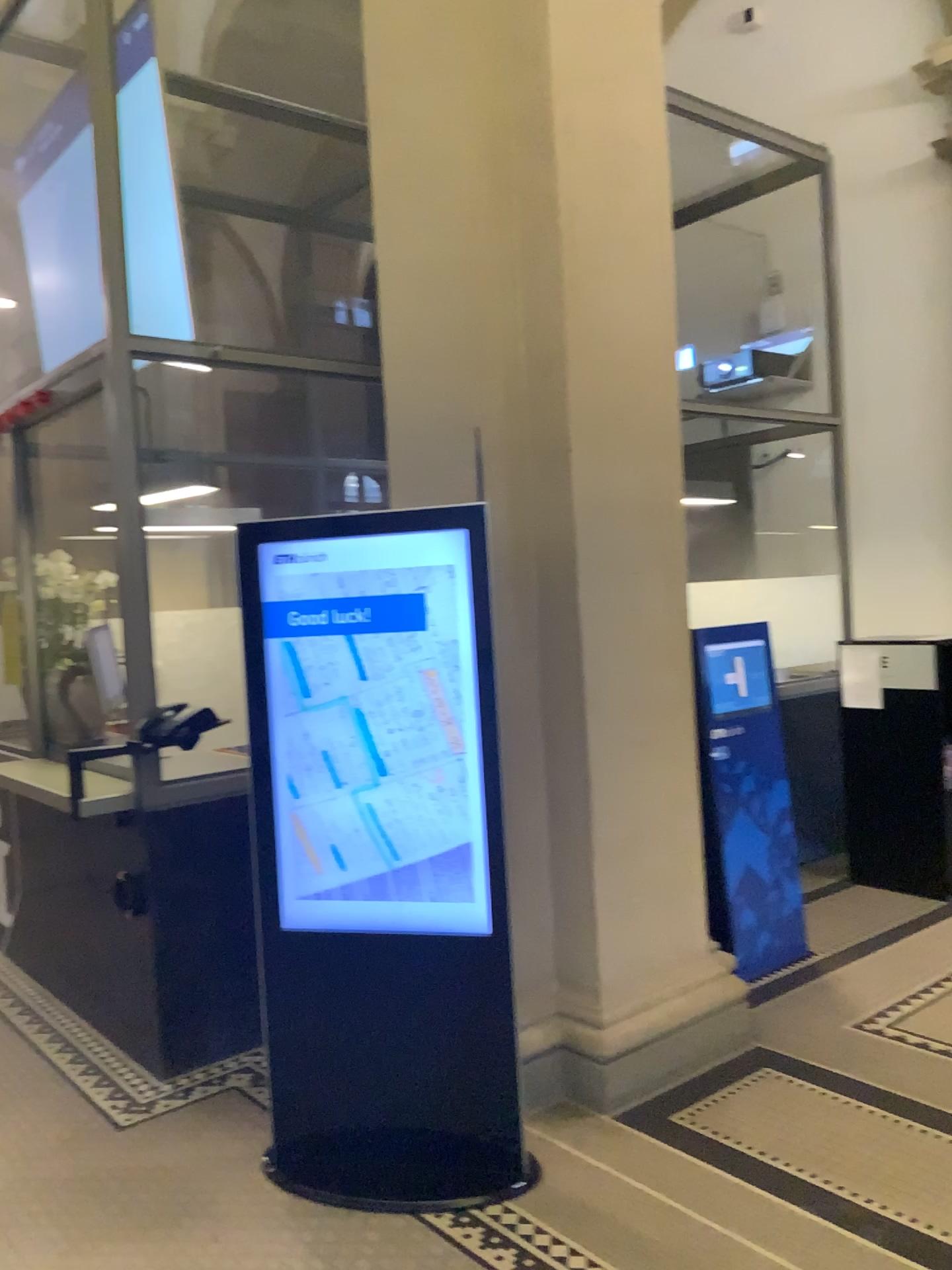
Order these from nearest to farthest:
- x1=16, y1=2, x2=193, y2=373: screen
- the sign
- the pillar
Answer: the pillar
x1=16, y1=2, x2=193, y2=373: screen
the sign

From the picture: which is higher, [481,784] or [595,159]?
[595,159]

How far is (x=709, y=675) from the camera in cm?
426

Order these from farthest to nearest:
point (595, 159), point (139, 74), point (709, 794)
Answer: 1. point (709, 794)
2. point (139, 74)
3. point (595, 159)

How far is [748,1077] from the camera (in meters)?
3.30

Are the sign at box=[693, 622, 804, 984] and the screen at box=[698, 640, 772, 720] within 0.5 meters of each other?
yes

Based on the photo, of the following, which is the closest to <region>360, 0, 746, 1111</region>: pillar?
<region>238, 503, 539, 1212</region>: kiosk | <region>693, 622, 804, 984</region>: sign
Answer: <region>238, 503, 539, 1212</region>: kiosk

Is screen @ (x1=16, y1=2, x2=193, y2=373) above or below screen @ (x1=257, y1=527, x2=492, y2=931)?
above

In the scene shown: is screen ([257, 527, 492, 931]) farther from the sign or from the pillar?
the sign

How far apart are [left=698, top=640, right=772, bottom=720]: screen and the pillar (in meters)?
0.75
